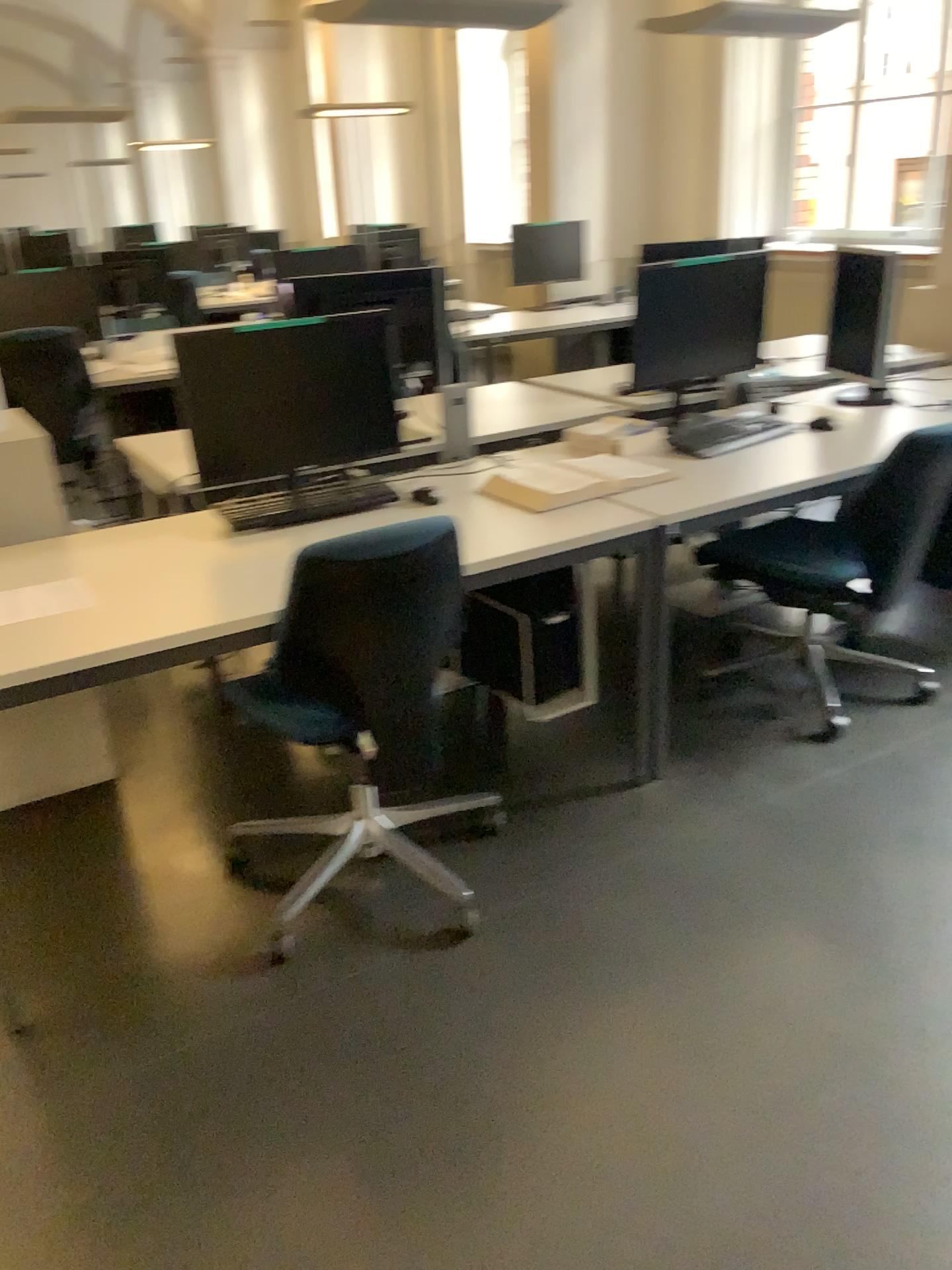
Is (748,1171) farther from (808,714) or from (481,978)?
(808,714)

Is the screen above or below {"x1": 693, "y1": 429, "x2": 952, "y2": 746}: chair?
above

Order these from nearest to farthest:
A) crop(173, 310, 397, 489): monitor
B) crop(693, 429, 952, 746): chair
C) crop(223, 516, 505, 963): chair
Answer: crop(223, 516, 505, 963): chair, crop(173, 310, 397, 489): monitor, crop(693, 429, 952, 746): chair

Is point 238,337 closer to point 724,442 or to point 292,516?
point 292,516

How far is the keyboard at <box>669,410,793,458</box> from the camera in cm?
310

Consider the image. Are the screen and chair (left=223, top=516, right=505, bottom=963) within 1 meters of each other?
no

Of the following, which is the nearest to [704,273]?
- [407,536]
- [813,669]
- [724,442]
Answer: [724,442]

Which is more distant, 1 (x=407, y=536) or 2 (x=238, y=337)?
2 (x=238, y=337)

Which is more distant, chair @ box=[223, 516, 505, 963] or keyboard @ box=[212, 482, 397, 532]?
keyboard @ box=[212, 482, 397, 532]

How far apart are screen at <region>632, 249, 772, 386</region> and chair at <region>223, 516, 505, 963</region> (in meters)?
1.37
